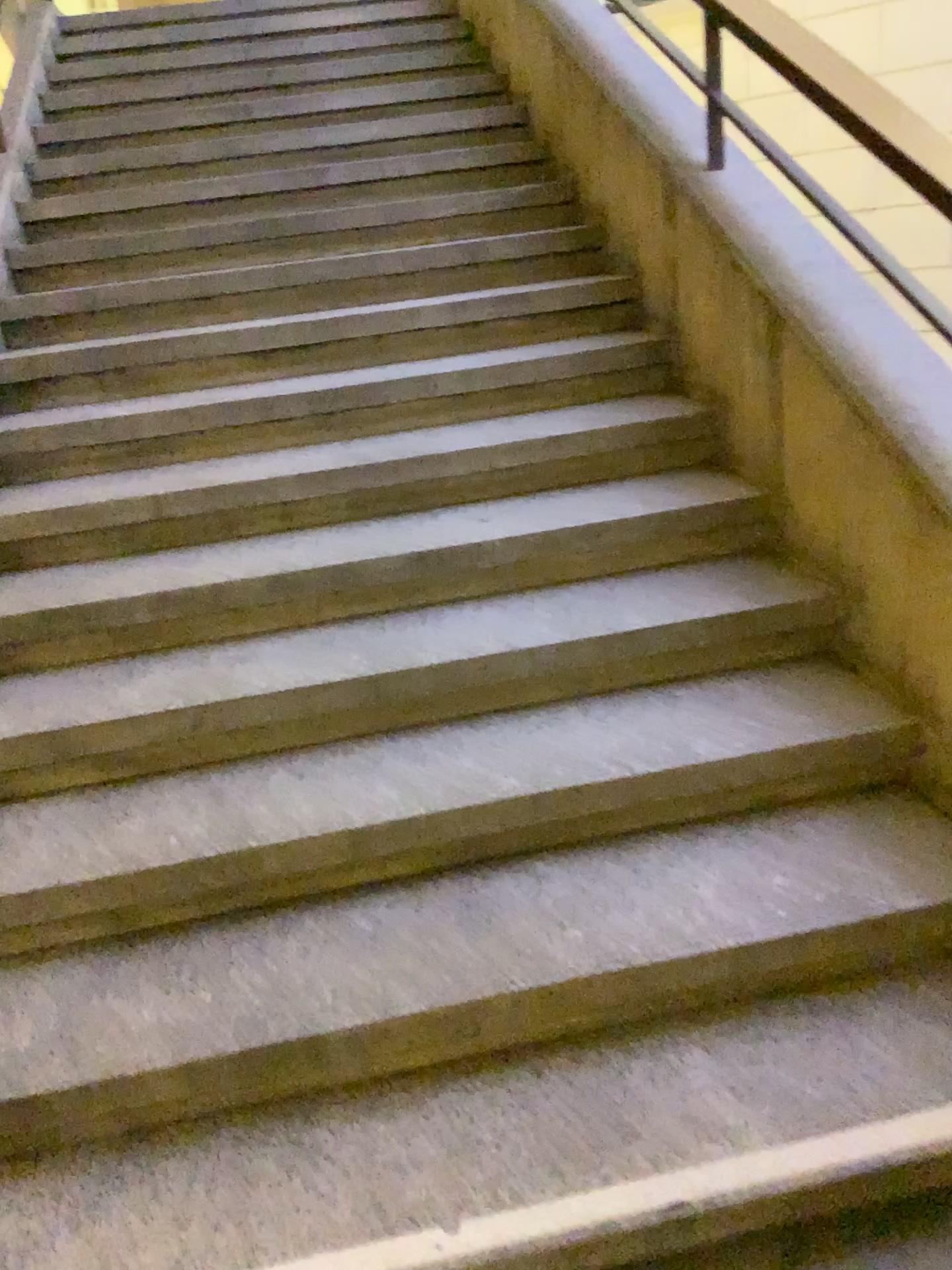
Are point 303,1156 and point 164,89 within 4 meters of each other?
no
